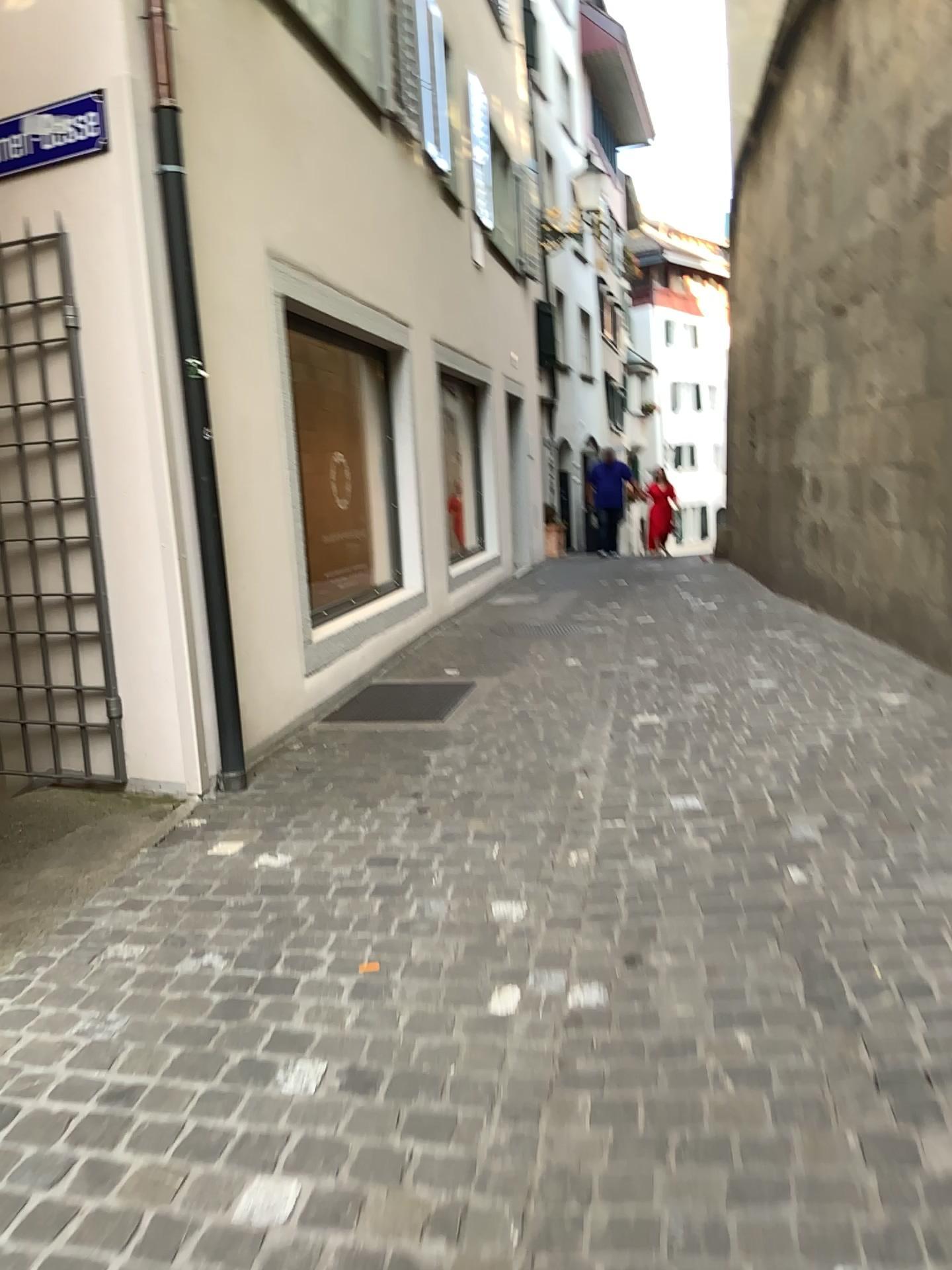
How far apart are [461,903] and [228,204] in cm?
317

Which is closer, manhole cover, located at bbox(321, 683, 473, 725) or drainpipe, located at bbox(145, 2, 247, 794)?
drainpipe, located at bbox(145, 2, 247, 794)

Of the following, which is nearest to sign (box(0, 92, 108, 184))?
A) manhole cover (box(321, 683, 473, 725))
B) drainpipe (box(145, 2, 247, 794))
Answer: drainpipe (box(145, 2, 247, 794))

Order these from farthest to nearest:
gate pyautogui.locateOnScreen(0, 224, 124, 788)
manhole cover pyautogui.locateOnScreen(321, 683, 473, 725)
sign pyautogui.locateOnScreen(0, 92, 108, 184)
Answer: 1. manhole cover pyautogui.locateOnScreen(321, 683, 473, 725)
2. gate pyautogui.locateOnScreen(0, 224, 124, 788)
3. sign pyautogui.locateOnScreen(0, 92, 108, 184)

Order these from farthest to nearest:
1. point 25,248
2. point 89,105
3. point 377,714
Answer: point 377,714 → point 25,248 → point 89,105

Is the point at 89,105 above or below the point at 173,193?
above

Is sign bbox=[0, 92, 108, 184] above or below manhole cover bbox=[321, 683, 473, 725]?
above

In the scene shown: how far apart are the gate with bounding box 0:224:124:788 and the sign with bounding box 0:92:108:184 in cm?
25

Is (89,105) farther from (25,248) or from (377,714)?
(377,714)

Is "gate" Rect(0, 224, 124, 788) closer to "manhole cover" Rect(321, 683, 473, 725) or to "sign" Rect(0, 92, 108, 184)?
"sign" Rect(0, 92, 108, 184)
